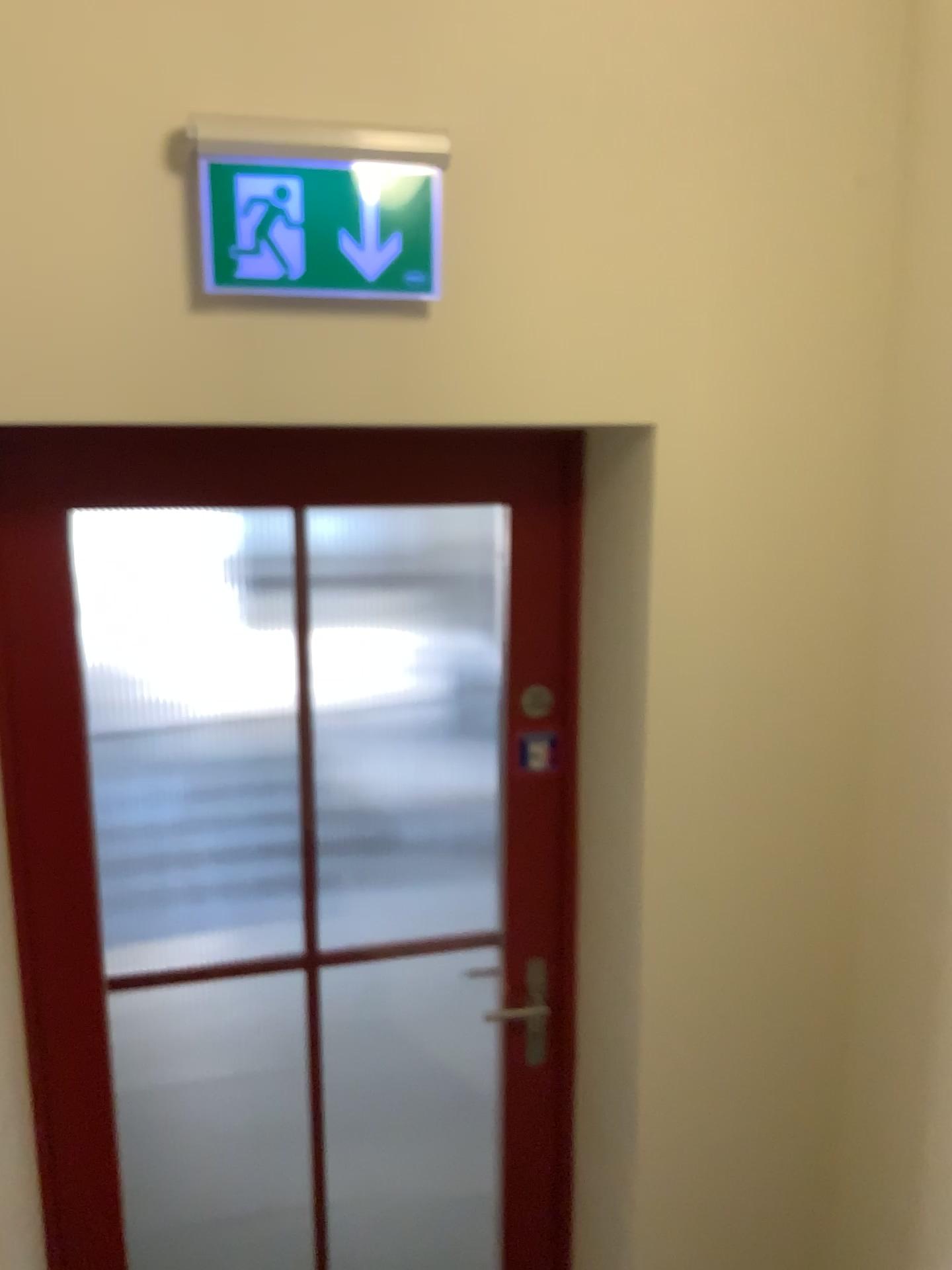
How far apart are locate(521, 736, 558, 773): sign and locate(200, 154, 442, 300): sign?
0.89m

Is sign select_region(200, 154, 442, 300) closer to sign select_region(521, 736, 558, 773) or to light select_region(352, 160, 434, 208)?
light select_region(352, 160, 434, 208)

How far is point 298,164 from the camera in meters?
1.4

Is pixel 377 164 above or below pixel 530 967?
above

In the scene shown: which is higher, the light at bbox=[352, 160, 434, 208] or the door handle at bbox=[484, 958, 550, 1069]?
the light at bbox=[352, 160, 434, 208]

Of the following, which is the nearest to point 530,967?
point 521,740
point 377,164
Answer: point 521,740

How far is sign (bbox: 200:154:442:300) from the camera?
1.39m

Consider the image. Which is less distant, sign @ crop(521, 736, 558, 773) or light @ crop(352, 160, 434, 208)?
light @ crop(352, 160, 434, 208)

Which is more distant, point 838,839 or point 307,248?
point 838,839

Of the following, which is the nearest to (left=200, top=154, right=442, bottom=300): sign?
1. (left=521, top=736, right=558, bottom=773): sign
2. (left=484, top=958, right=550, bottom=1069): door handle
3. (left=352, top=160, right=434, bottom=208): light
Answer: (left=352, top=160, right=434, bottom=208): light
